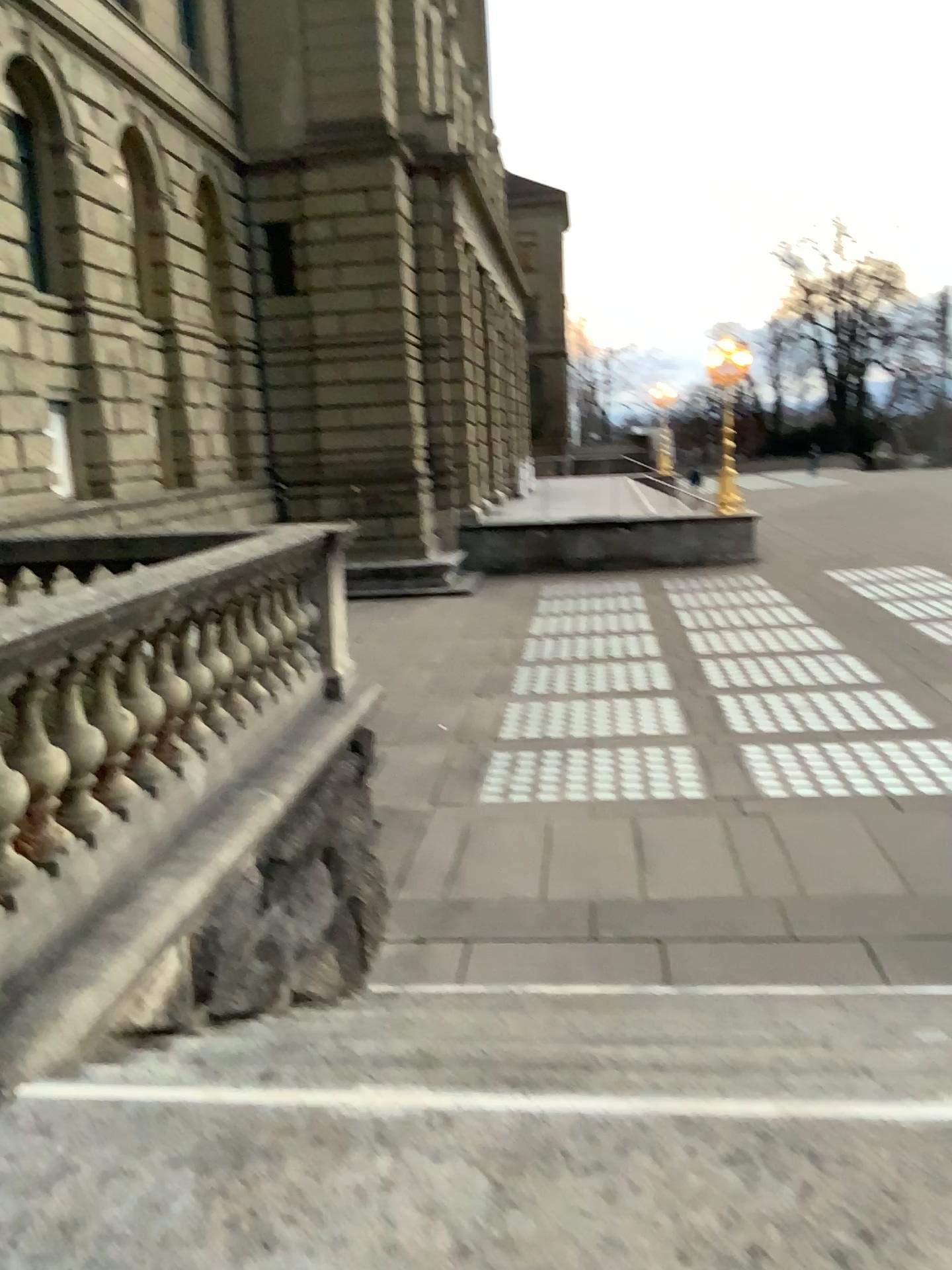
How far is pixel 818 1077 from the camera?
3.4 meters
